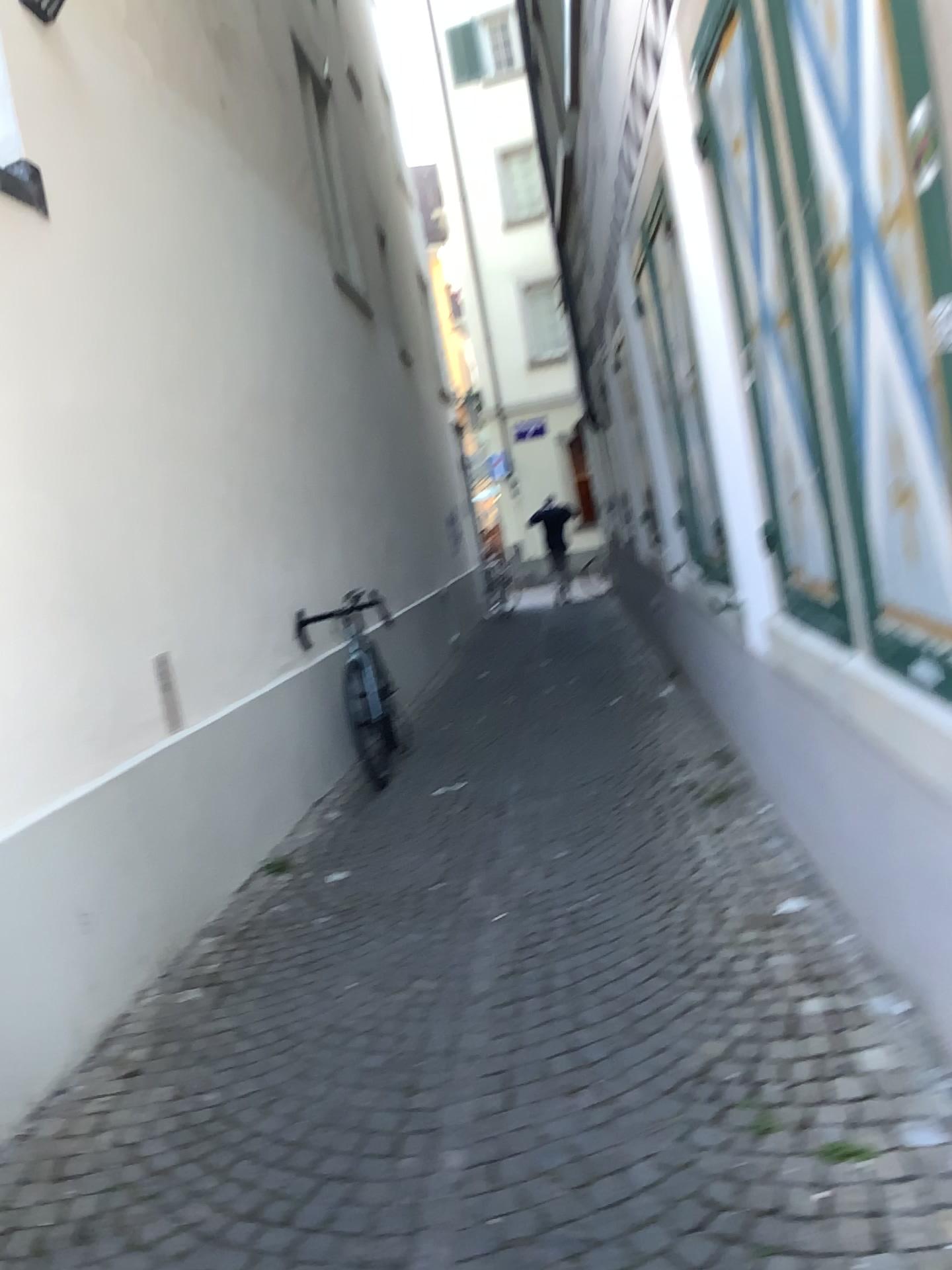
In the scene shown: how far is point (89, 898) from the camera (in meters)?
2.98
